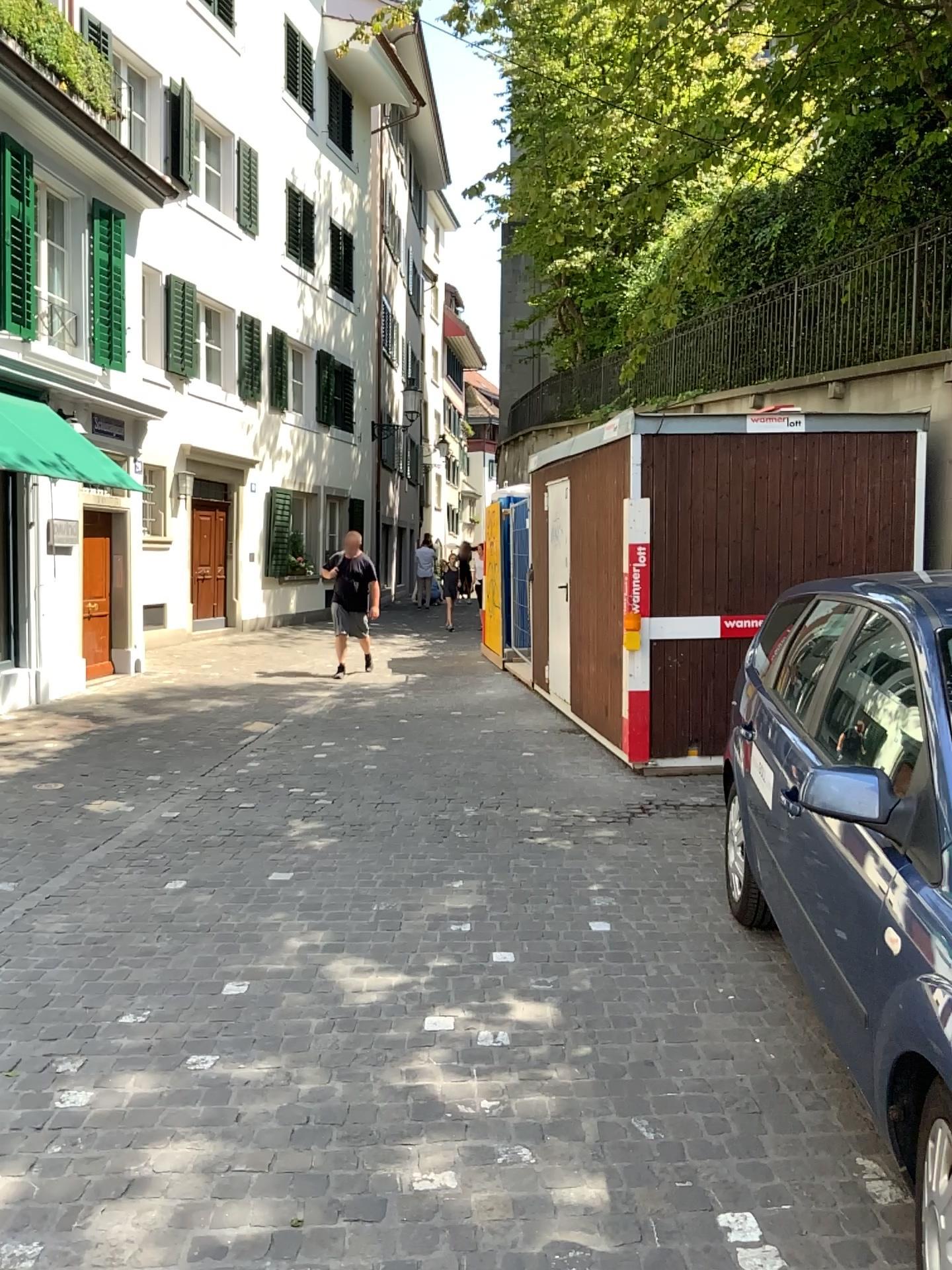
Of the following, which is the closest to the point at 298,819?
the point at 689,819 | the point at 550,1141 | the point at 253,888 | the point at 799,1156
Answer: the point at 253,888
